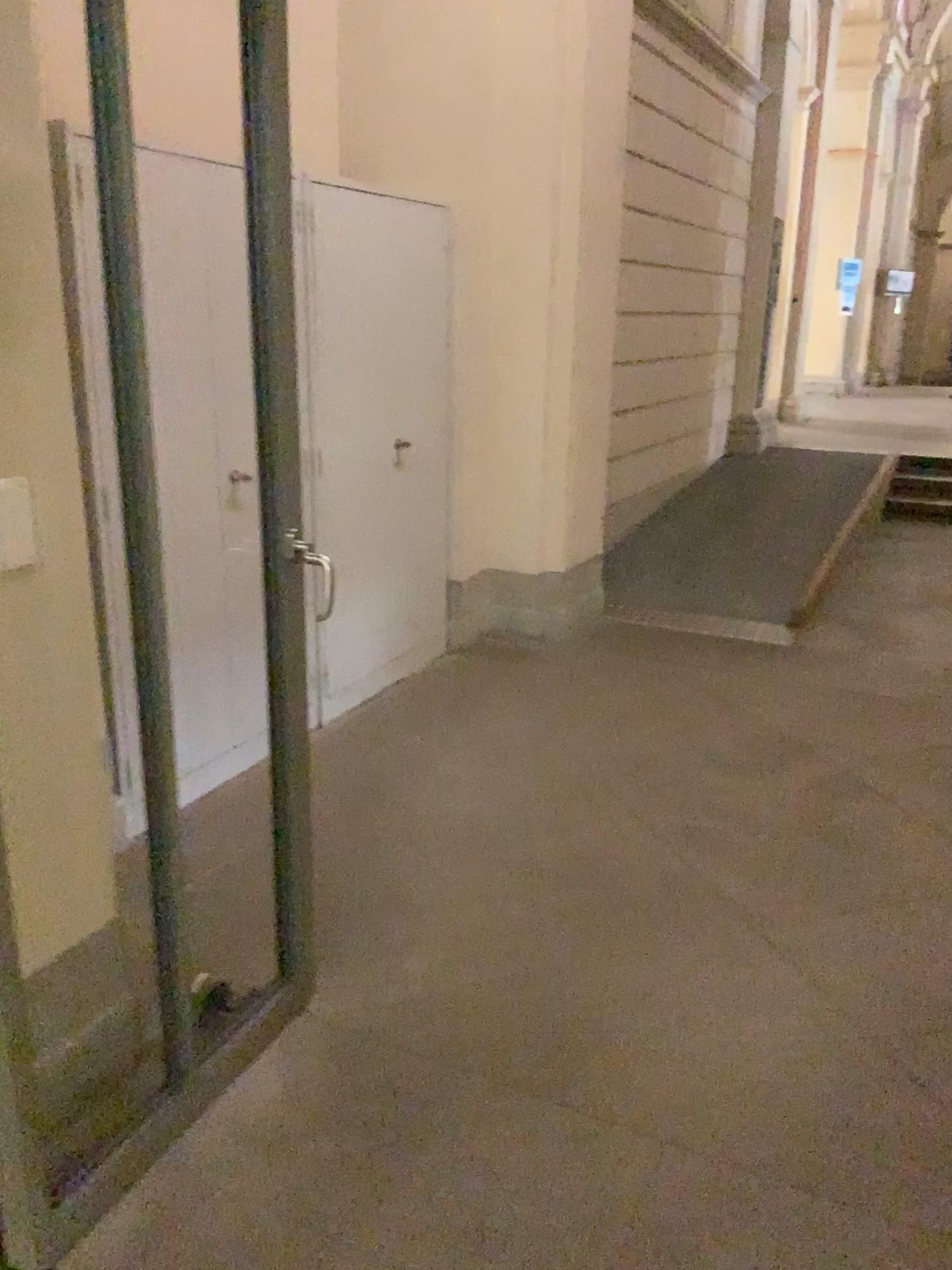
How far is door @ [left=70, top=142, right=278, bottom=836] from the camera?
1.7 meters

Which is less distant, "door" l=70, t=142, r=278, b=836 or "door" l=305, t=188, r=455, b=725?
"door" l=70, t=142, r=278, b=836

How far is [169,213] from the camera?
1.7m

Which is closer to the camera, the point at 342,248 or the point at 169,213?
the point at 169,213

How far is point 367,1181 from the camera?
1.9 meters
